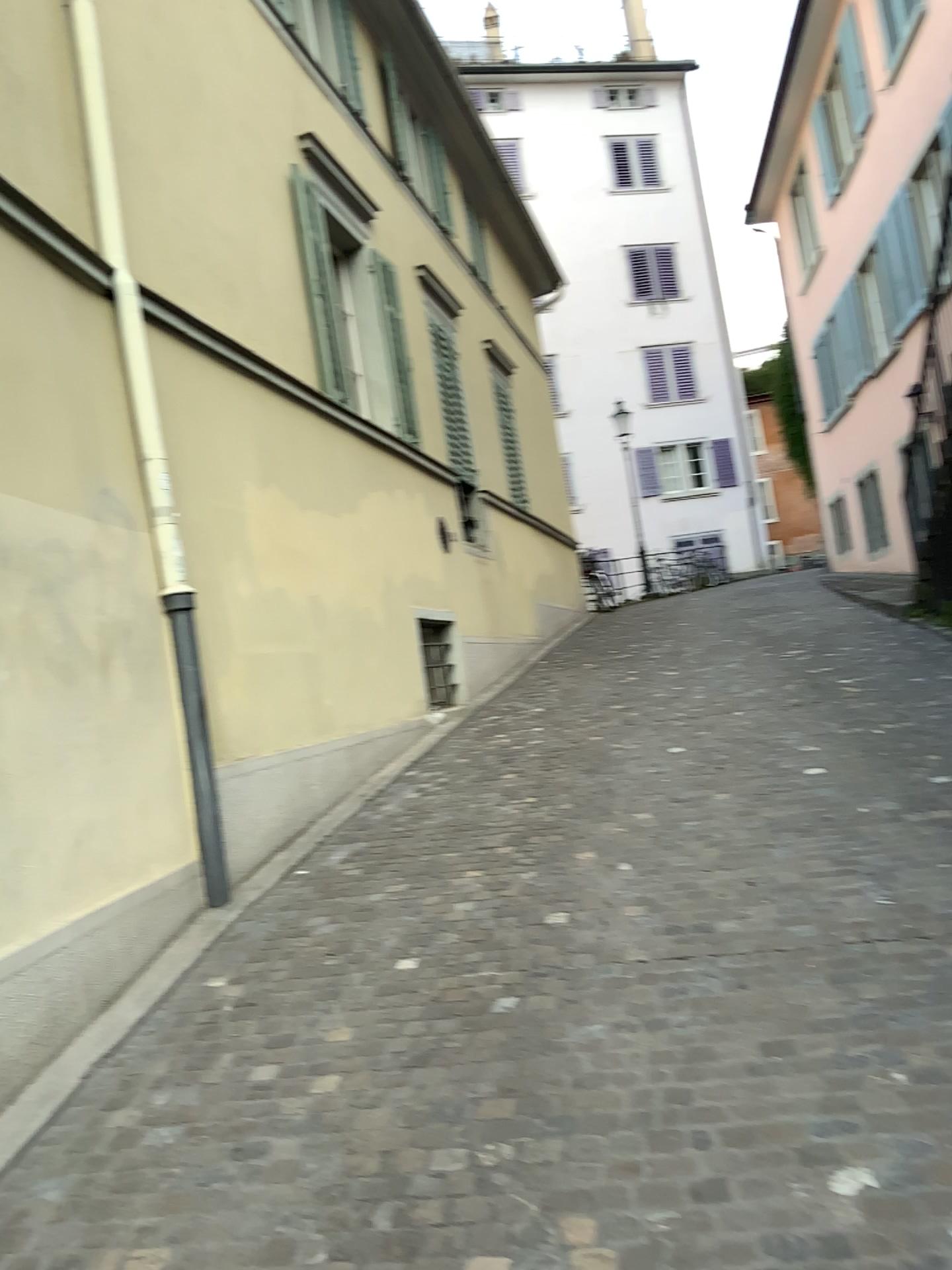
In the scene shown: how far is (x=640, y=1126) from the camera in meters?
2.6
